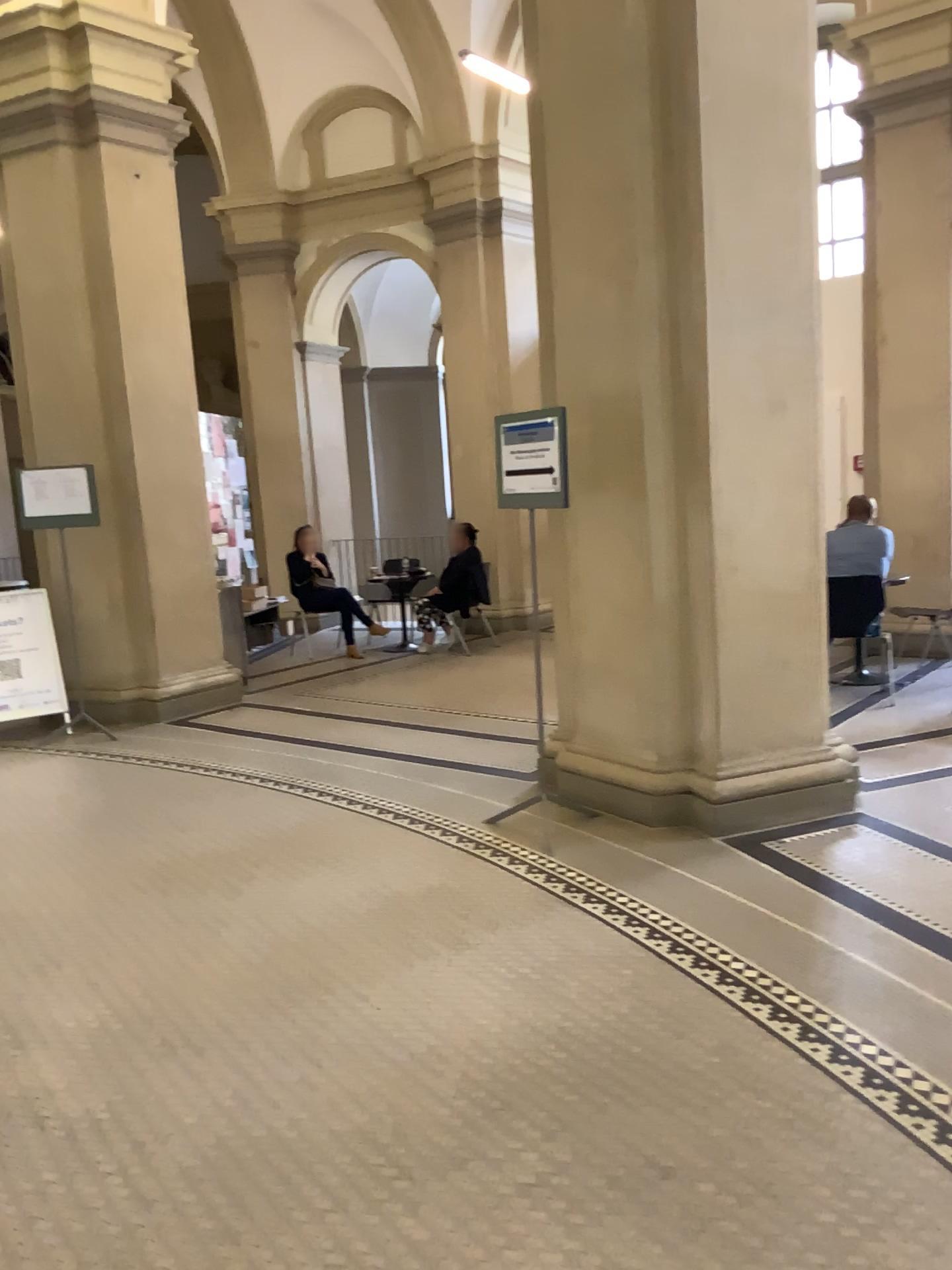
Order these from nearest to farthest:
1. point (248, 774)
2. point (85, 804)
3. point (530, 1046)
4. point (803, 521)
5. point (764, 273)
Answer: point (530, 1046) < point (764, 273) < point (803, 521) < point (85, 804) < point (248, 774)

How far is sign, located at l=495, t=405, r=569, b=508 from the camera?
4.28m

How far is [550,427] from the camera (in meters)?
4.28

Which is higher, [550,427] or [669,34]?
[669,34]
